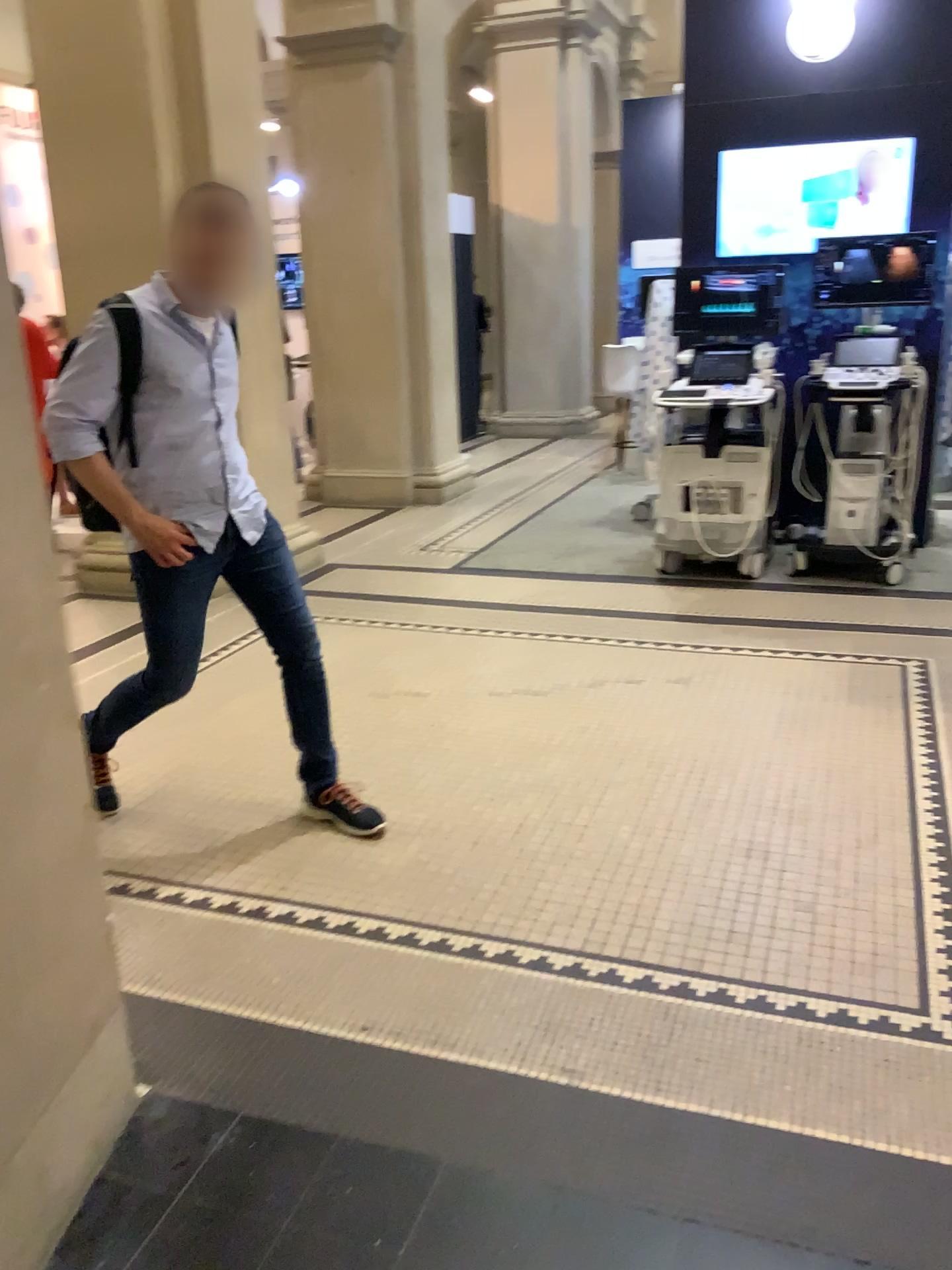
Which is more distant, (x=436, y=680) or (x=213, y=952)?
(x=436, y=680)

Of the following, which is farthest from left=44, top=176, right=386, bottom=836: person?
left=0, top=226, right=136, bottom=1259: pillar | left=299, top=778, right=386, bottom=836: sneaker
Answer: left=0, top=226, right=136, bottom=1259: pillar

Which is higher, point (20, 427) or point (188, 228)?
point (188, 228)

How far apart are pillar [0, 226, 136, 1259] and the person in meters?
0.6

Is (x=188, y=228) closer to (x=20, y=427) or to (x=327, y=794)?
(x=20, y=427)

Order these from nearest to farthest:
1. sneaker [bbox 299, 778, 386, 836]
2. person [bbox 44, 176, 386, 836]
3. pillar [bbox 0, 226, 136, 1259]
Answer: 1. pillar [bbox 0, 226, 136, 1259]
2. person [bbox 44, 176, 386, 836]
3. sneaker [bbox 299, 778, 386, 836]

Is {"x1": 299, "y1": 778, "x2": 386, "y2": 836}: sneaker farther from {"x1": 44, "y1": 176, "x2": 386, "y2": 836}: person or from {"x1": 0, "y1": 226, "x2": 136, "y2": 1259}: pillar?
{"x1": 0, "y1": 226, "x2": 136, "y2": 1259}: pillar

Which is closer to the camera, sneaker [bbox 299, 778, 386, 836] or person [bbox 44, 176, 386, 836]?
person [bbox 44, 176, 386, 836]

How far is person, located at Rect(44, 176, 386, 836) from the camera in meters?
2.6 m

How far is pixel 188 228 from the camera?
2.6 meters
